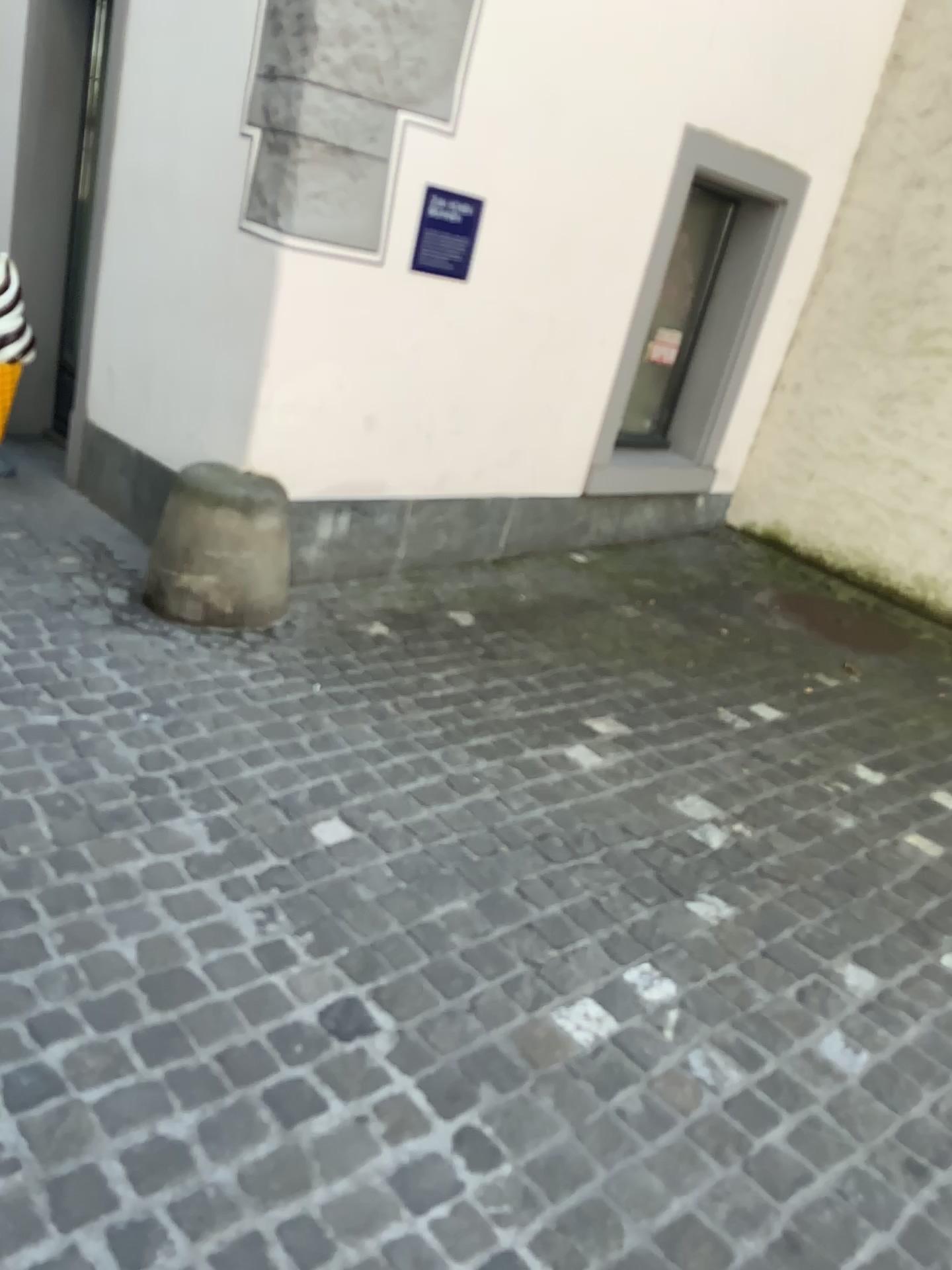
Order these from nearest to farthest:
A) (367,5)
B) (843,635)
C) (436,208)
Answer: (367,5), (436,208), (843,635)

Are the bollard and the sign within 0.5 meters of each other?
no

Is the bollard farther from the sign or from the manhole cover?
the manhole cover

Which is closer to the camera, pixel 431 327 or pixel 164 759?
pixel 164 759

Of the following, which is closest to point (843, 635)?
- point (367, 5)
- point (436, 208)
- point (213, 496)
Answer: point (436, 208)

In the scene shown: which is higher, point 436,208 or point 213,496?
point 436,208

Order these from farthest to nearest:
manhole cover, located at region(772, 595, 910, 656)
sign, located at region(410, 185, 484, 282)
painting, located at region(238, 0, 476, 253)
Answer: manhole cover, located at region(772, 595, 910, 656)
sign, located at region(410, 185, 484, 282)
painting, located at region(238, 0, 476, 253)

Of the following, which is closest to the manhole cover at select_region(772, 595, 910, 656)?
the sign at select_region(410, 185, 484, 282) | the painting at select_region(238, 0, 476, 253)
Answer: the sign at select_region(410, 185, 484, 282)

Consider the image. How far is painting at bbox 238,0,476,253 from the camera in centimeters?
315cm

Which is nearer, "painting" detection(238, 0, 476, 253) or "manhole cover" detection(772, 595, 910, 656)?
"painting" detection(238, 0, 476, 253)
